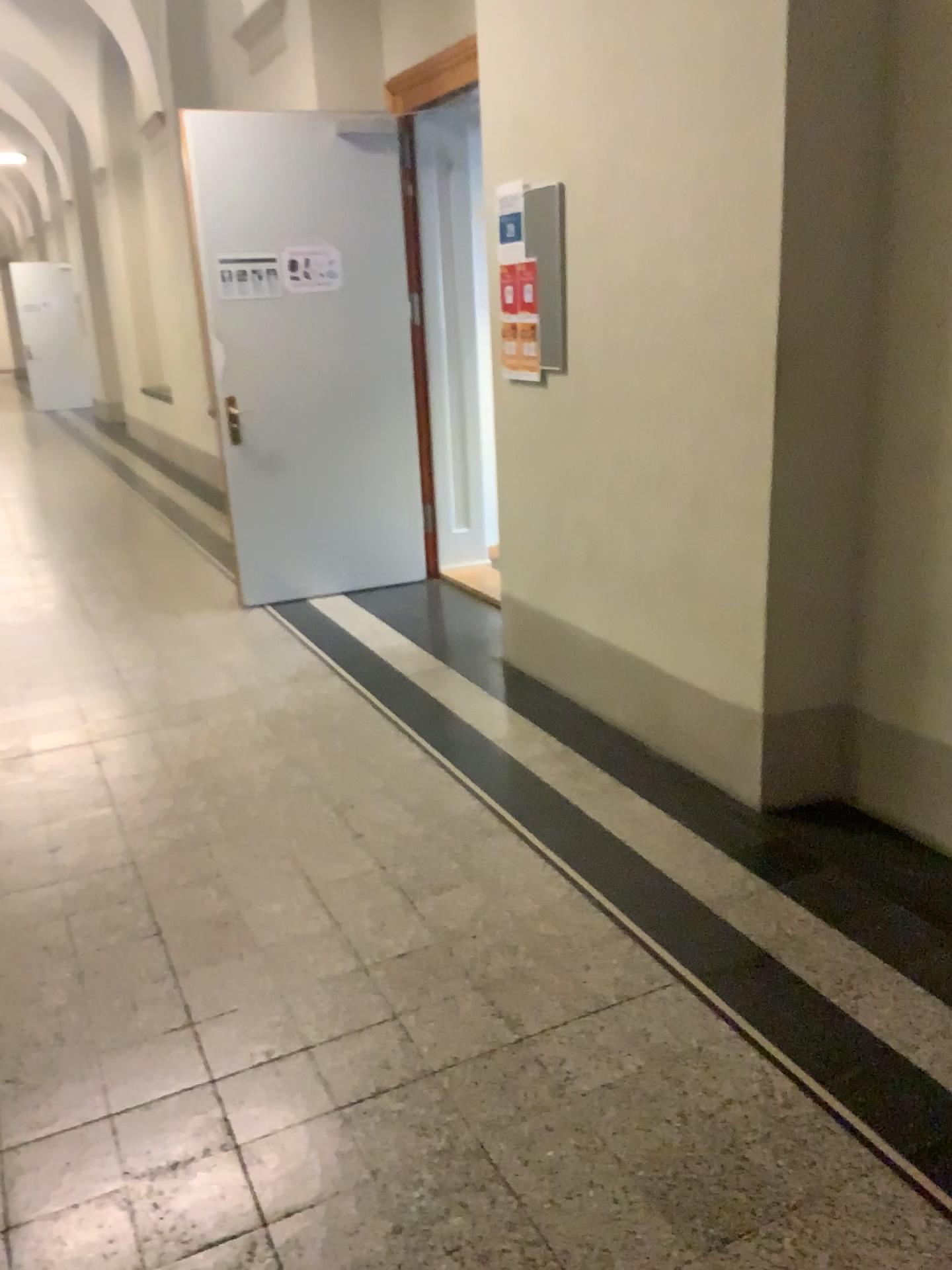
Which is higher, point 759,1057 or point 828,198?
point 828,198
